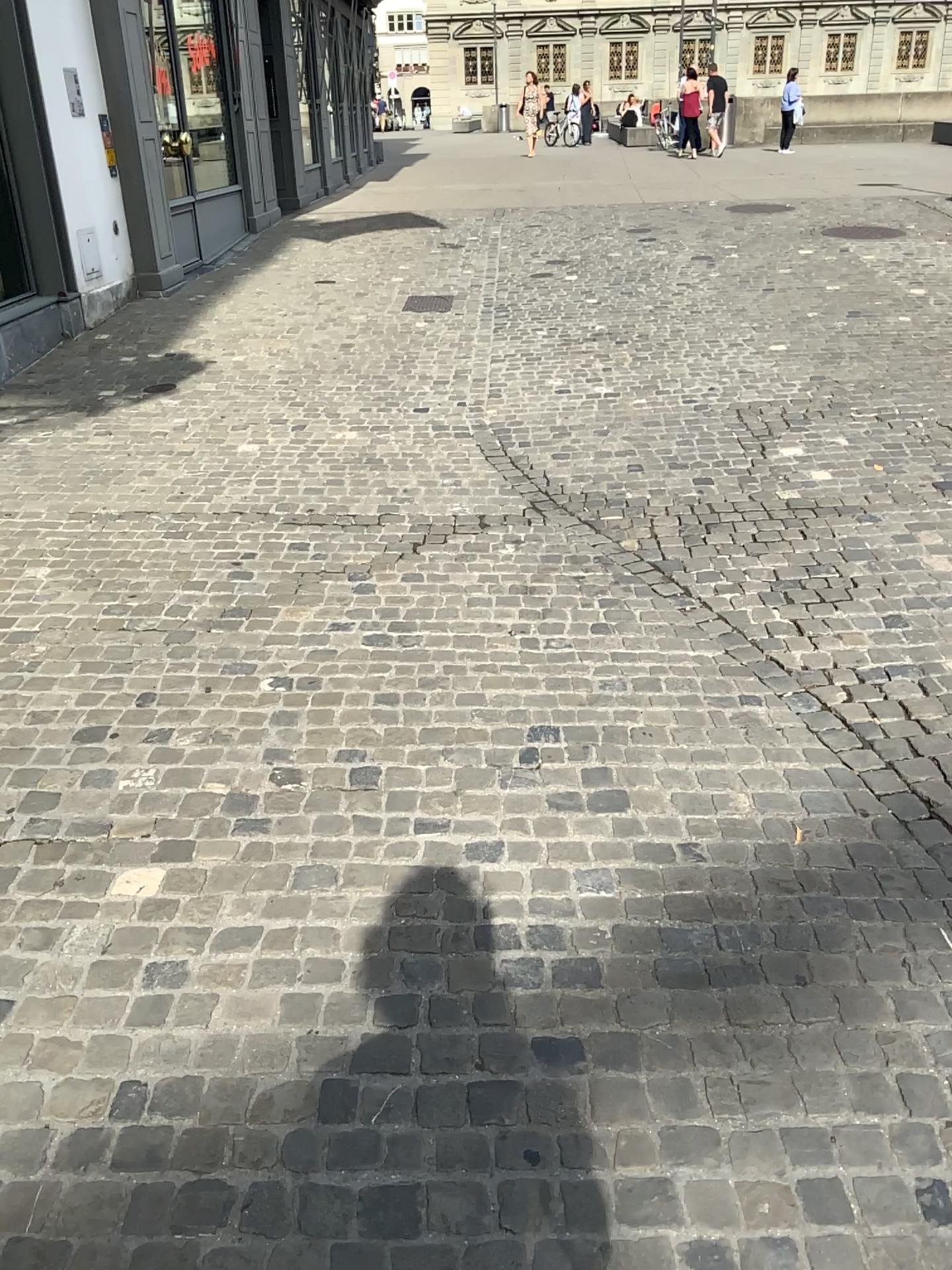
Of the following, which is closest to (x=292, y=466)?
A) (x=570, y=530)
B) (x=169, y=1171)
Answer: (x=570, y=530)
